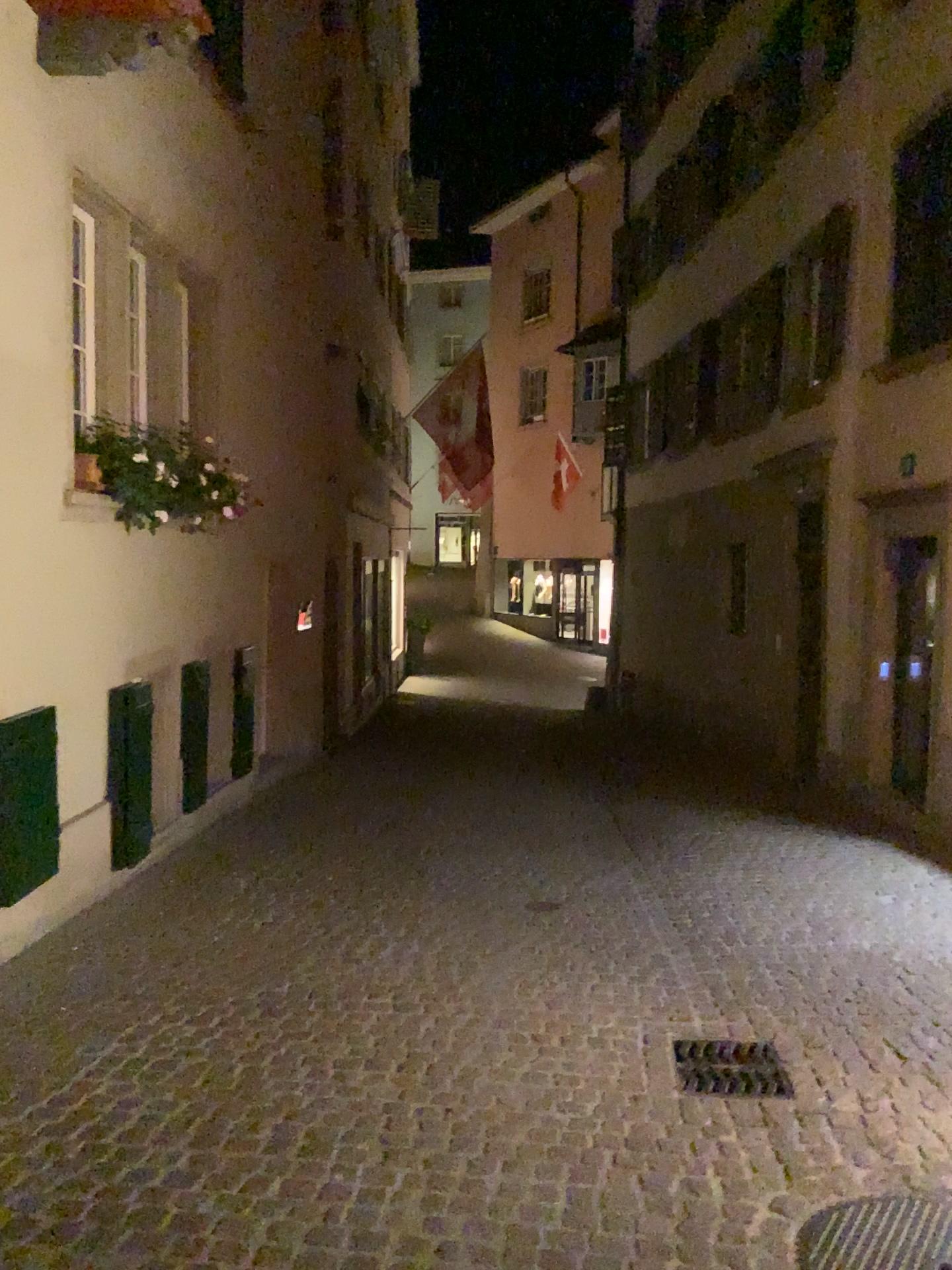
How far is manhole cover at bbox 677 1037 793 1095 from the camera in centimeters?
368cm

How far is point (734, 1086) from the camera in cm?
368

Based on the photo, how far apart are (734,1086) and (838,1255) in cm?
93

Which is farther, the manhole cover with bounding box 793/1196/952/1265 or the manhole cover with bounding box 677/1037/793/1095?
the manhole cover with bounding box 677/1037/793/1095

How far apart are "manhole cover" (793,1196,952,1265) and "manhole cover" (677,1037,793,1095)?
0.6 meters

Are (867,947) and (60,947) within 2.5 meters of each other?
no

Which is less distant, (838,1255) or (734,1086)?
(838,1255)

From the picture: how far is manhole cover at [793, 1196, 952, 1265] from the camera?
2.7m
